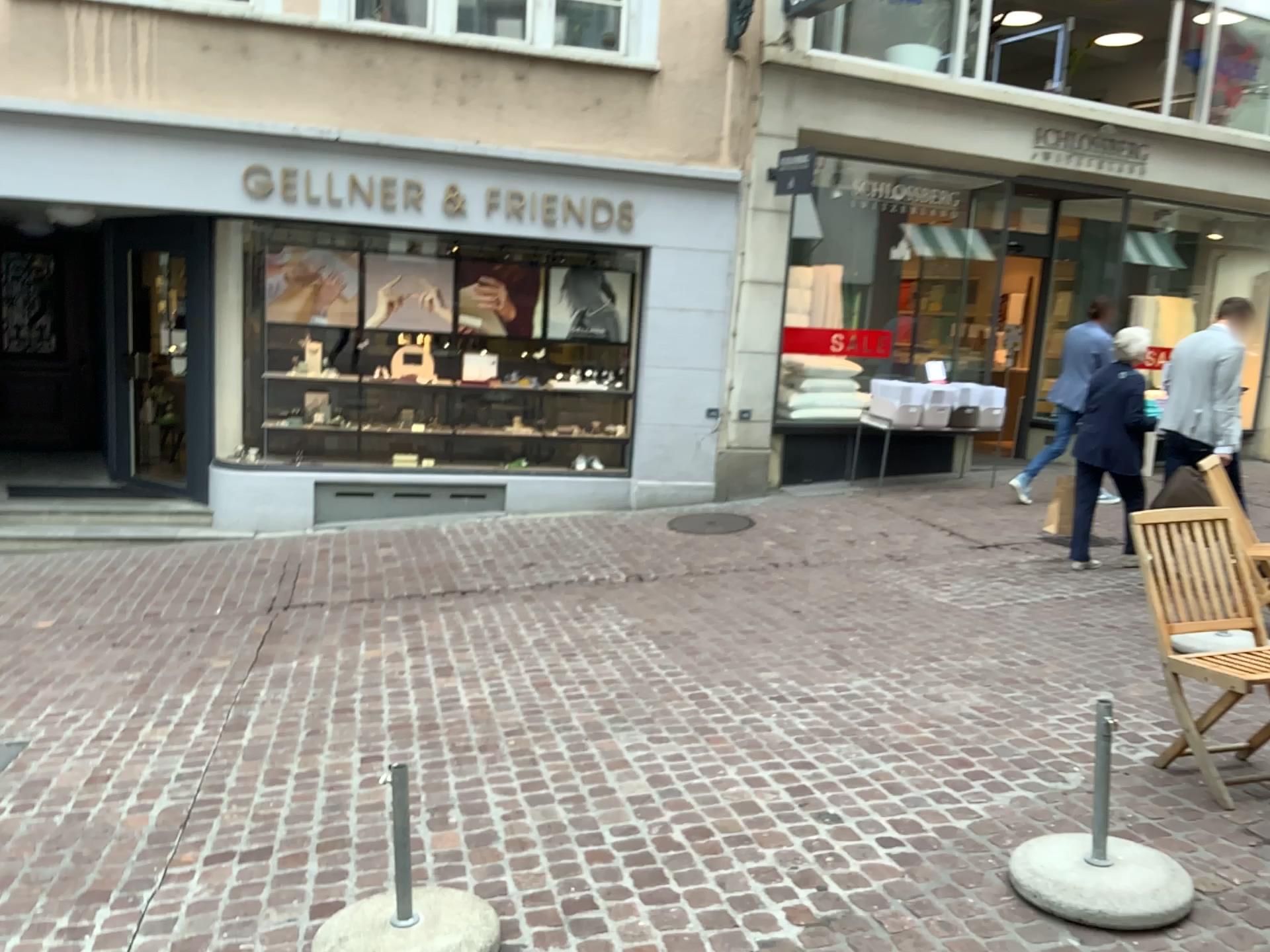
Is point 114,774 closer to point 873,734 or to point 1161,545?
point 873,734
